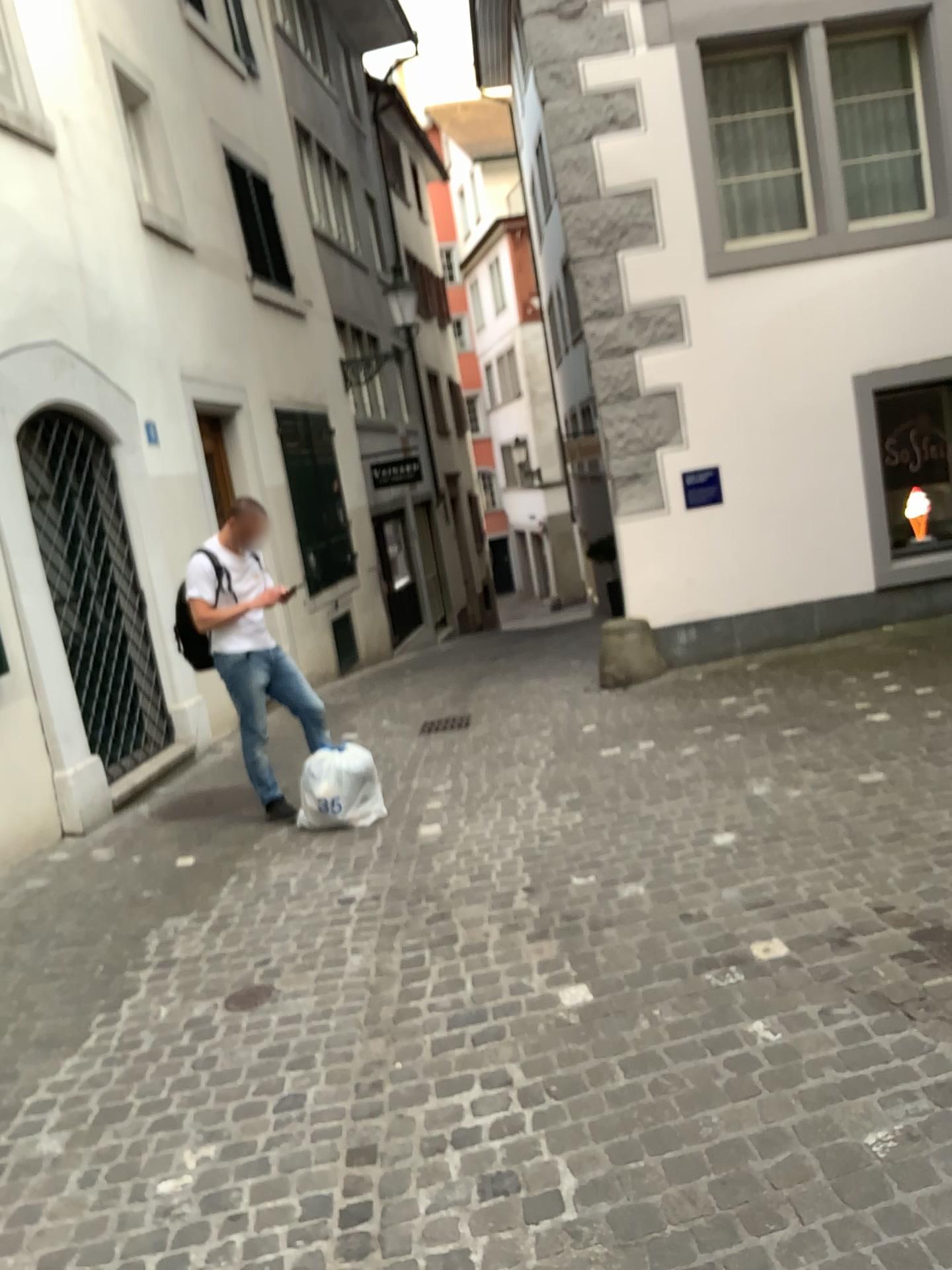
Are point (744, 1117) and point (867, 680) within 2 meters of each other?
no
